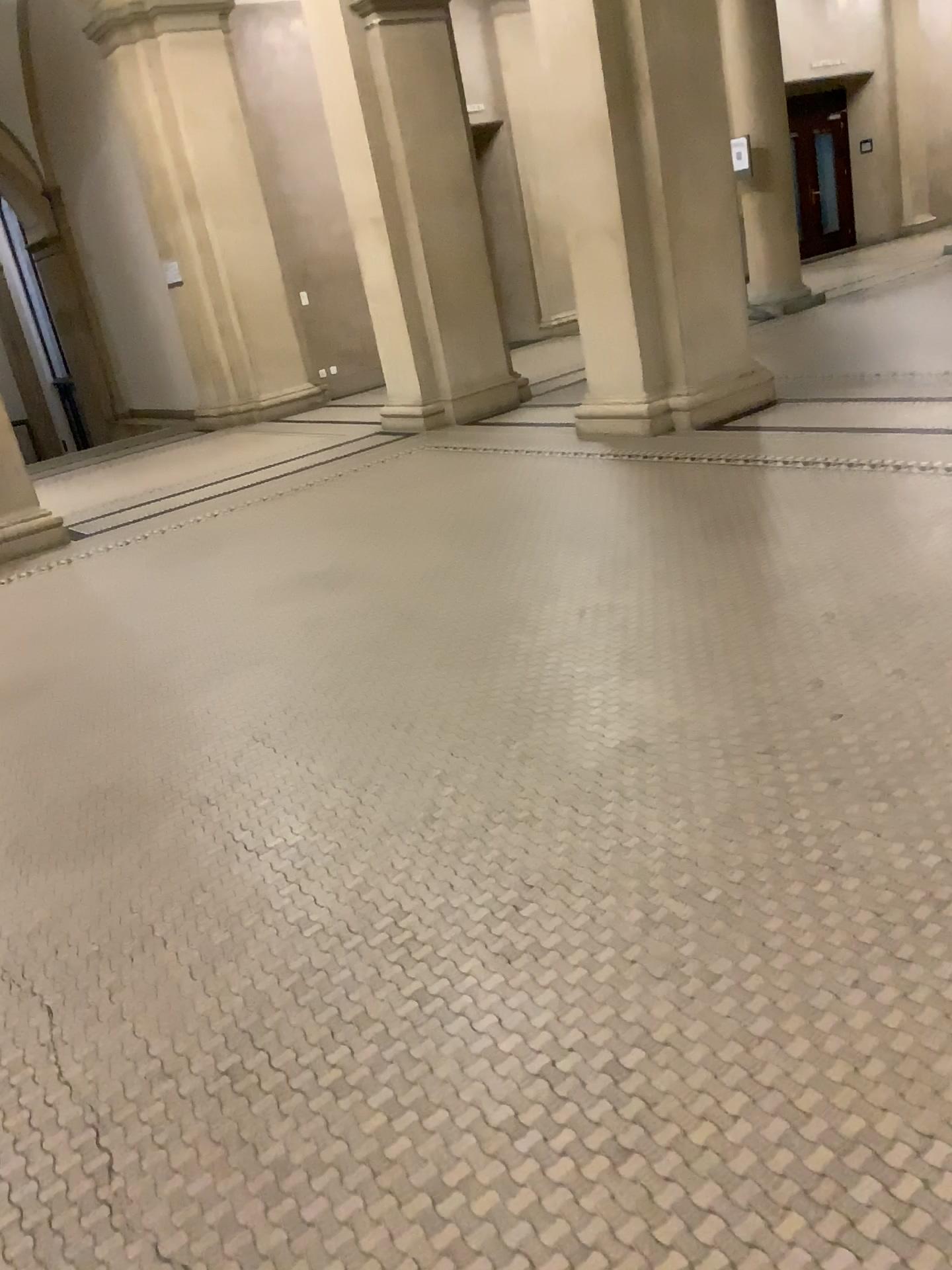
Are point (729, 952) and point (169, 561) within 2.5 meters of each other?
no
